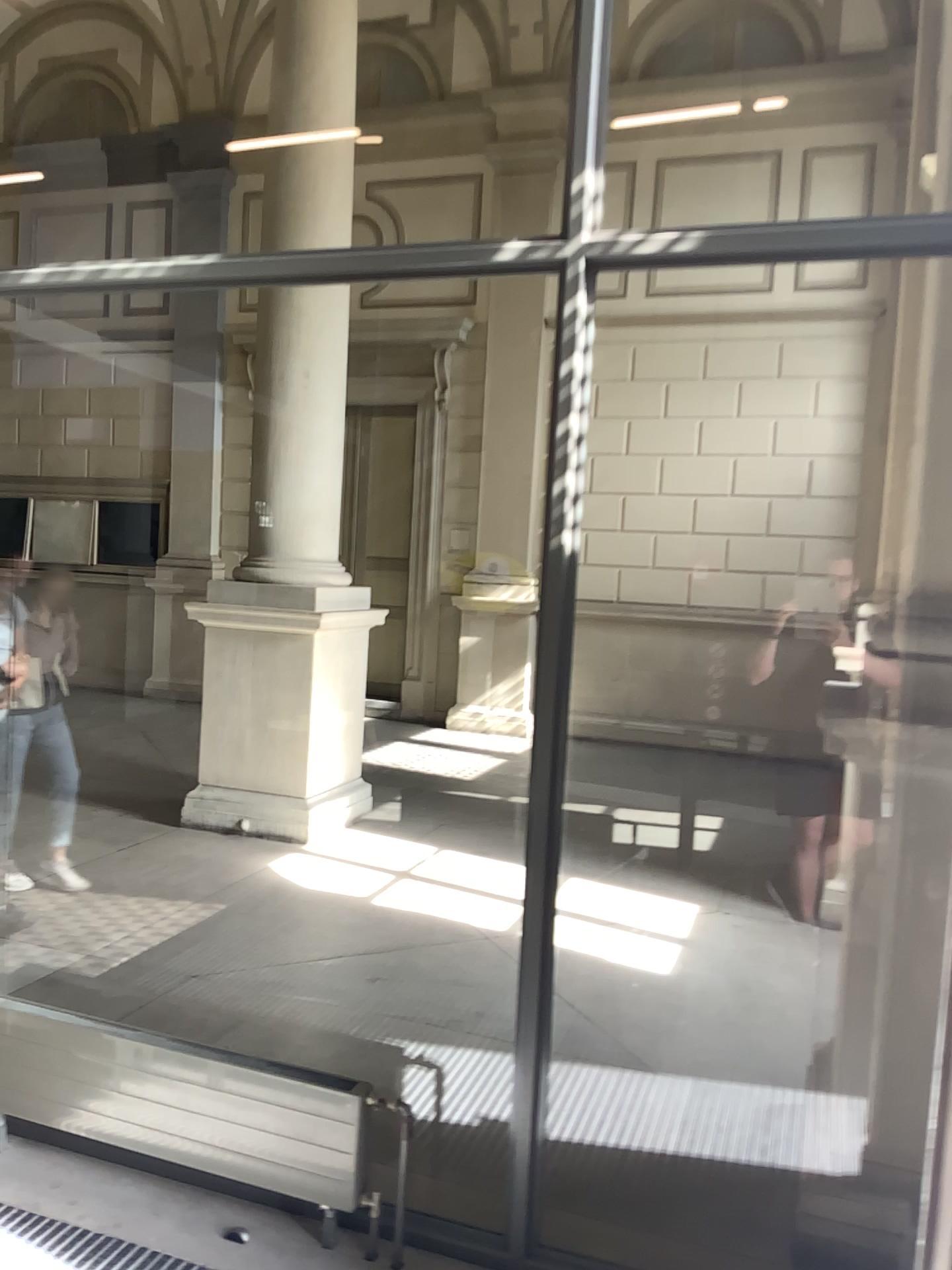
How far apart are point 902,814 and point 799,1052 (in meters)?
1.62
